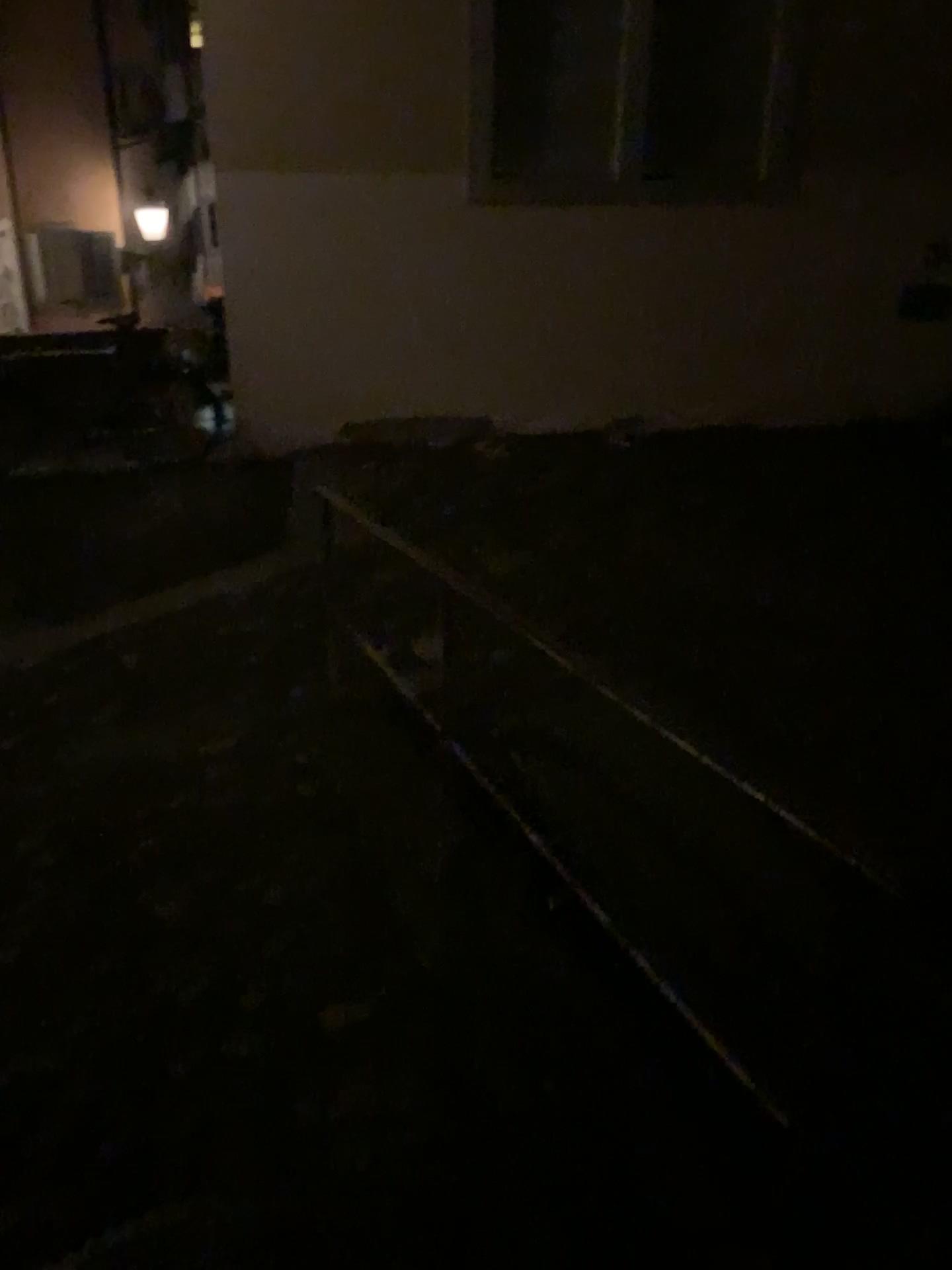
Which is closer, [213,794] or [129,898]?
[129,898]
